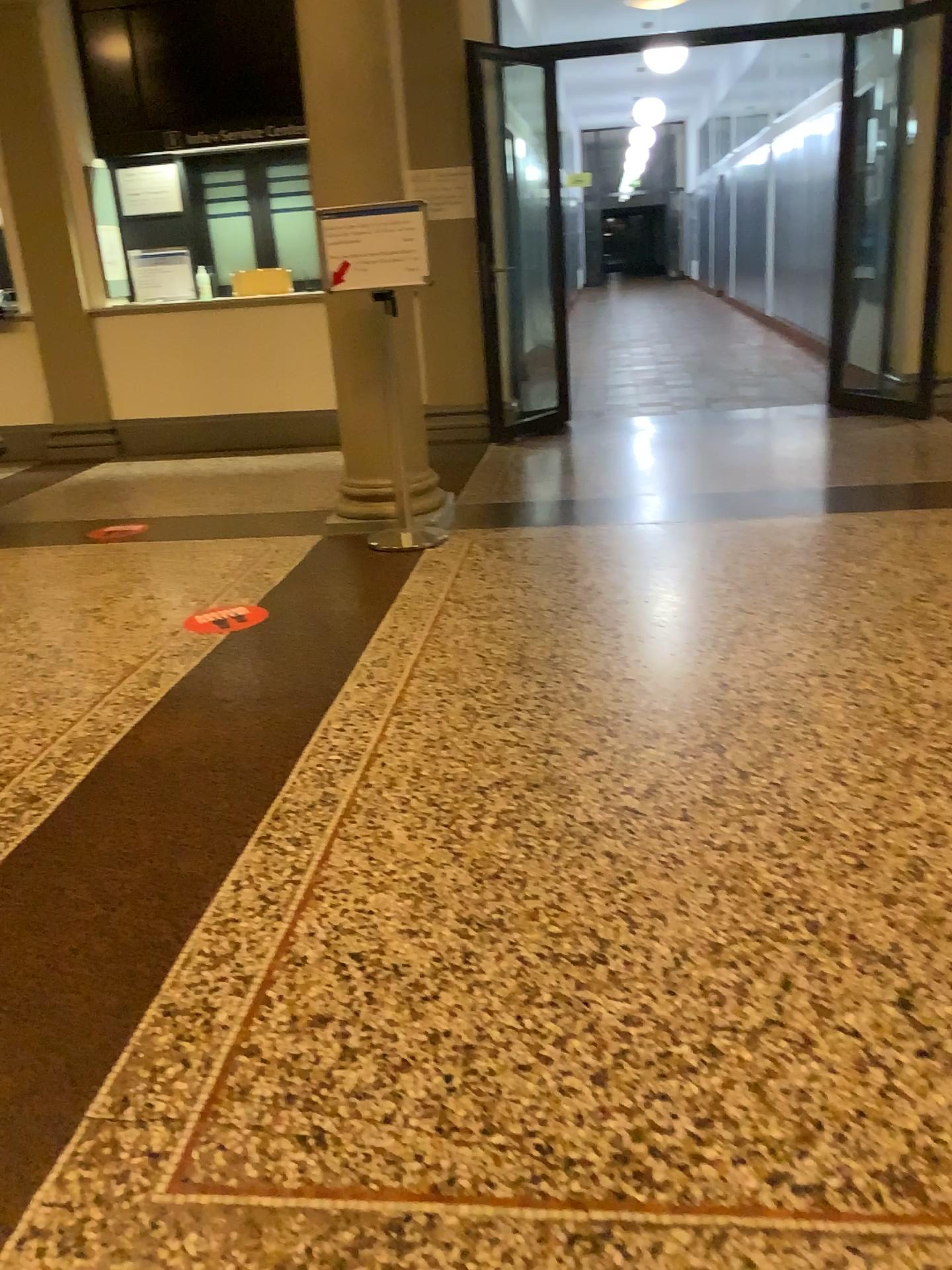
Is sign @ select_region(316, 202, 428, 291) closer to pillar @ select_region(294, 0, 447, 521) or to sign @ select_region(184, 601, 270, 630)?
pillar @ select_region(294, 0, 447, 521)

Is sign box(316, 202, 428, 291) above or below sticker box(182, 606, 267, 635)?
above

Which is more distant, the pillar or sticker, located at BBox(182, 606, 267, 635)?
the pillar

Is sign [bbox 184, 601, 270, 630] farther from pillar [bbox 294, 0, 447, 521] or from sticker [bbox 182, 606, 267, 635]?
pillar [bbox 294, 0, 447, 521]

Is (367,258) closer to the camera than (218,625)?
No

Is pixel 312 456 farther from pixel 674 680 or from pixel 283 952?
pixel 283 952

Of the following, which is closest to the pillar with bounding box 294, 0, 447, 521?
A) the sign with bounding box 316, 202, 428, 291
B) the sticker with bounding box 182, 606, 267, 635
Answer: the sign with bounding box 316, 202, 428, 291

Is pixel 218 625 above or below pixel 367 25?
below

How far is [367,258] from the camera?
4.22m

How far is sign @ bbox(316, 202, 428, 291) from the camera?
4.22m
